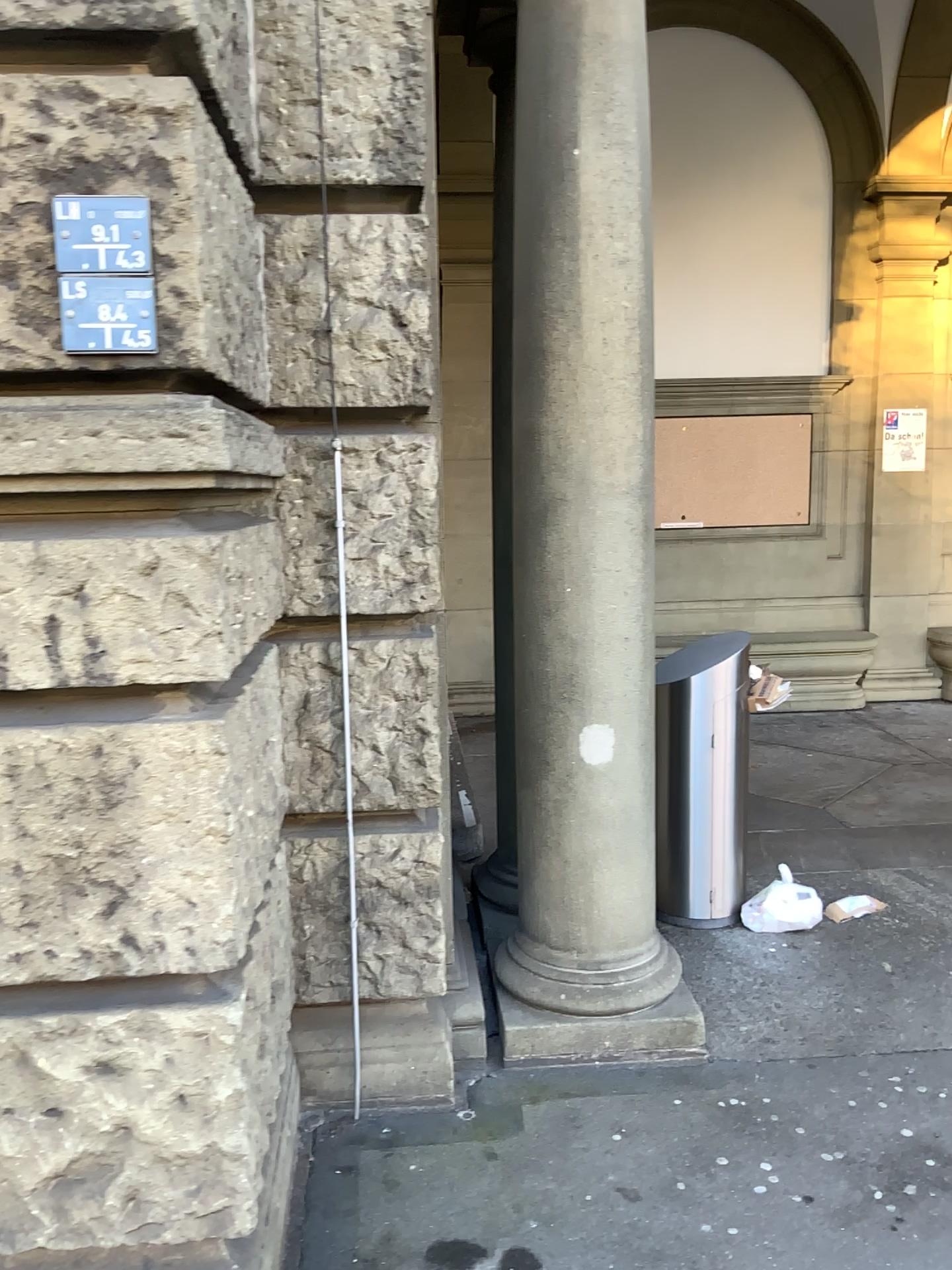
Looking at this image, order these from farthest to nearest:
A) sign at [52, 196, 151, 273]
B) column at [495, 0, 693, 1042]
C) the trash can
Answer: the trash can < column at [495, 0, 693, 1042] < sign at [52, 196, 151, 273]

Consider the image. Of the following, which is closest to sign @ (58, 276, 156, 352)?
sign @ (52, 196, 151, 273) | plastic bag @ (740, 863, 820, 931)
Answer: sign @ (52, 196, 151, 273)

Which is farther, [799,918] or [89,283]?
[799,918]

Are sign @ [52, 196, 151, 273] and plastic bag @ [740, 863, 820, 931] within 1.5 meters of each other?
no

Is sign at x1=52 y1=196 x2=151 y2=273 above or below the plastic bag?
above

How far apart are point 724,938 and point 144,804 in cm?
253

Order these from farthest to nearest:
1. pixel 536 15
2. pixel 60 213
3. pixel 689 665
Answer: pixel 689 665
pixel 536 15
pixel 60 213

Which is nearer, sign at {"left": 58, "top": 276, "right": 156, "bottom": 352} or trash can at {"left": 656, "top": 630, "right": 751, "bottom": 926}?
sign at {"left": 58, "top": 276, "right": 156, "bottom": 352}

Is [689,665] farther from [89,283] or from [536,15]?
[89,283]

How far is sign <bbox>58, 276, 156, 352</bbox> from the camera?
1.6m
